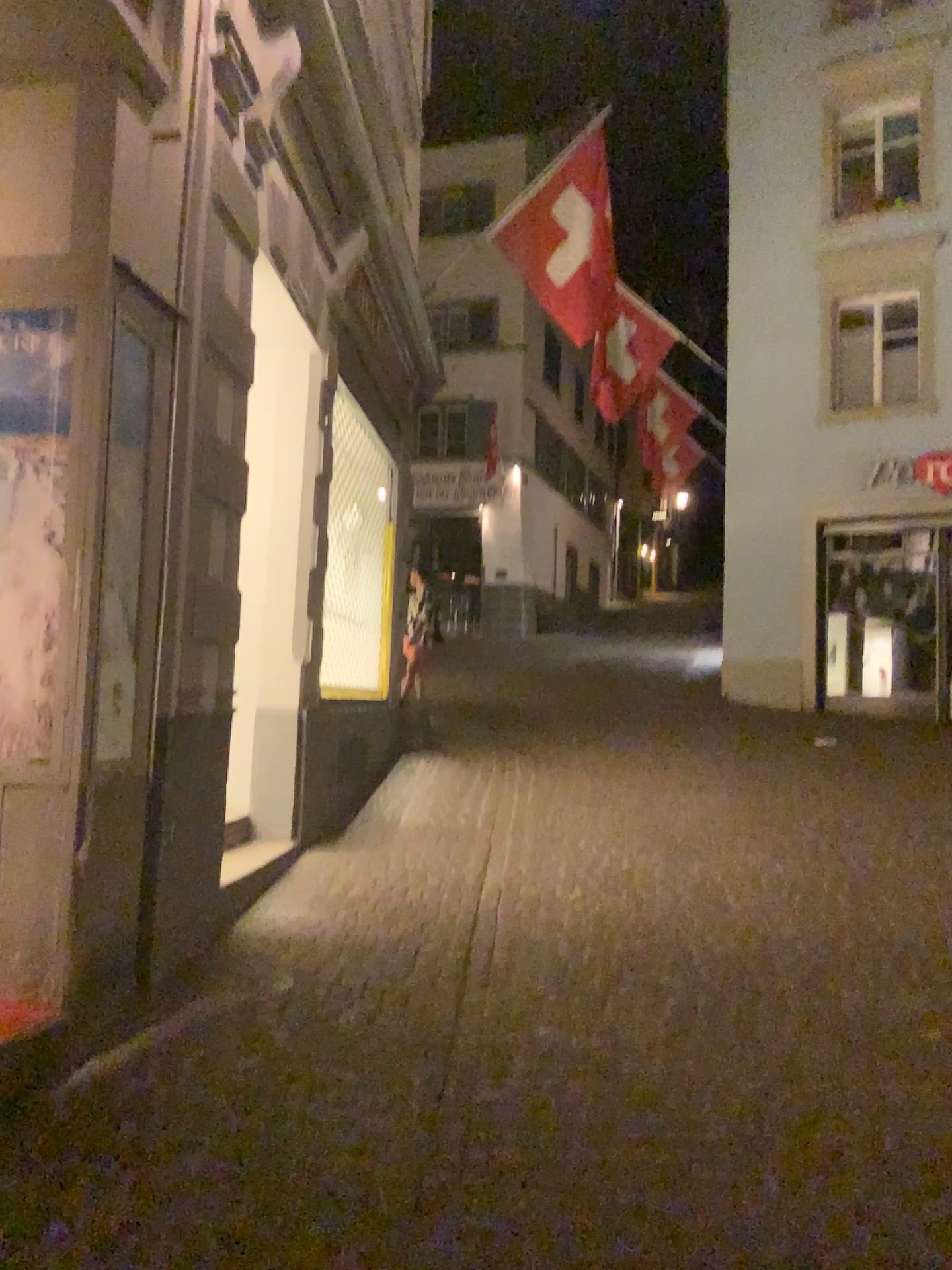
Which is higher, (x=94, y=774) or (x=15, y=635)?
(x=15, y=635)

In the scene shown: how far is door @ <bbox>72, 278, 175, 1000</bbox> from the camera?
3.3 meters

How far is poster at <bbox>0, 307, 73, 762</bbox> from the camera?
3.3 meters

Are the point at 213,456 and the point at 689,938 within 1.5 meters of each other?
no

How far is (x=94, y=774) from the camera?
3.3m

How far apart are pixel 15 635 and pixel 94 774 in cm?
50
